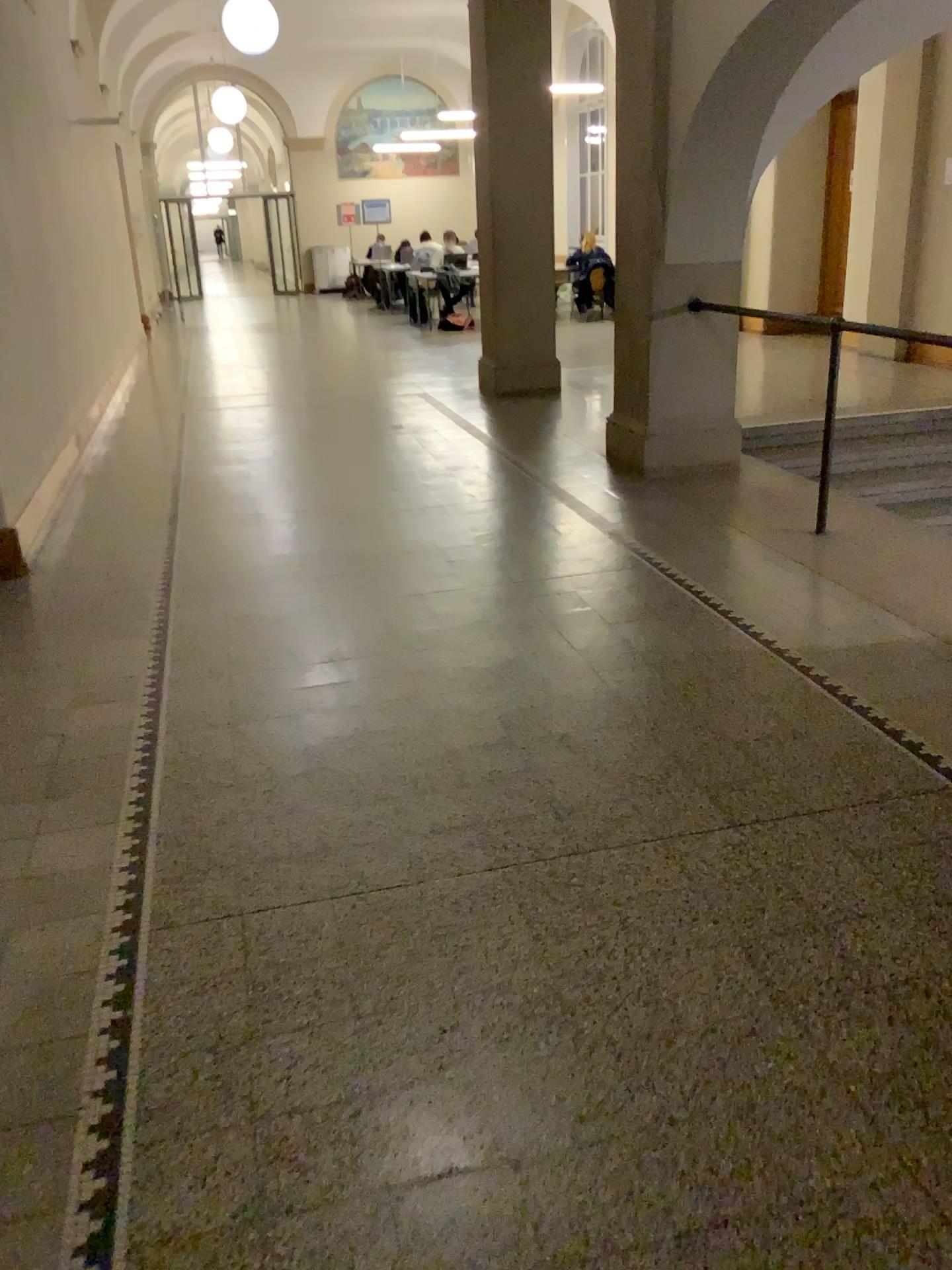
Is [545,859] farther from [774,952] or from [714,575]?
[714,575]
